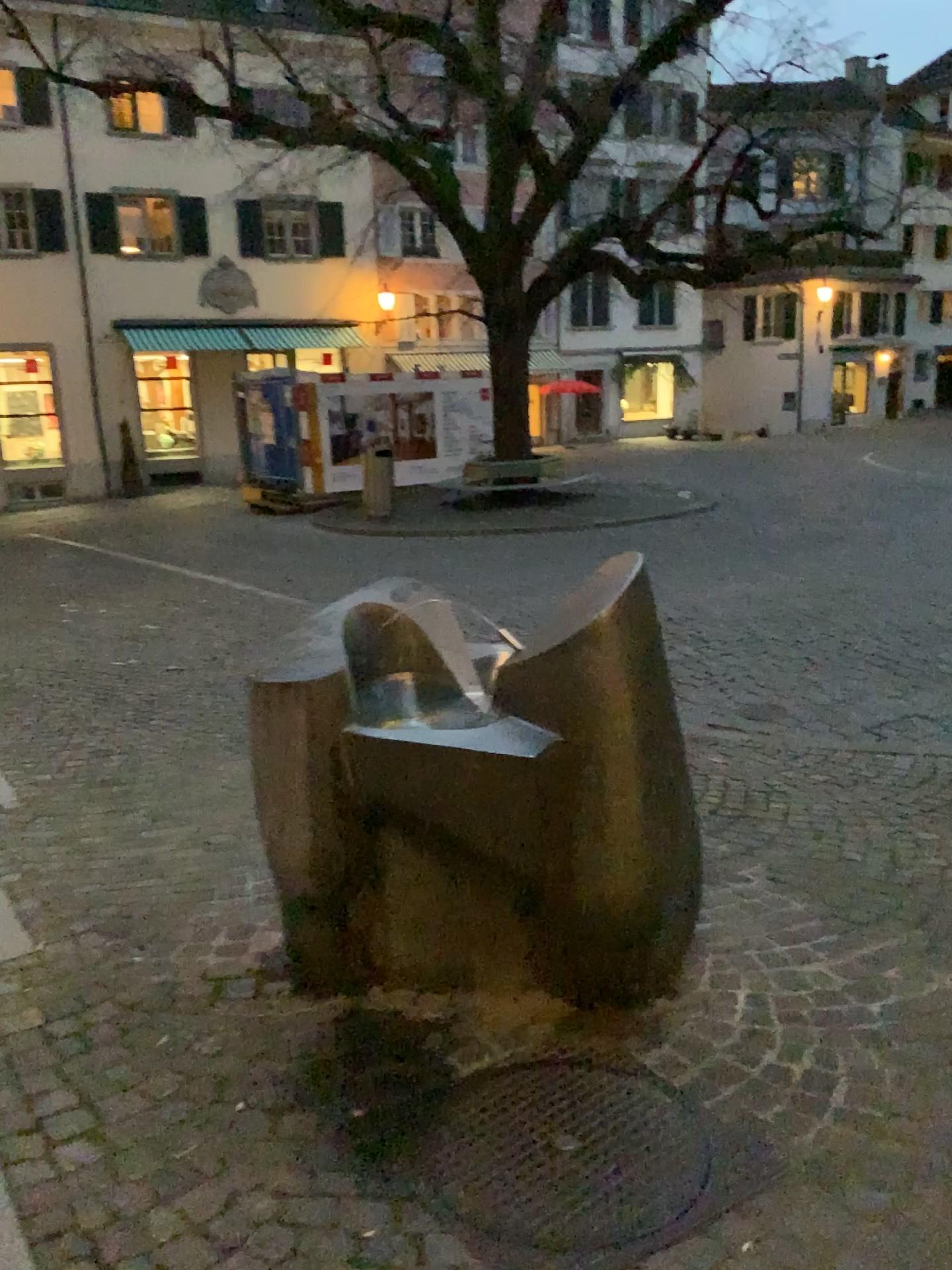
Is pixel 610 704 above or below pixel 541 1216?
above

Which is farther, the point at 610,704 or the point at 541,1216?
the point at 610,704

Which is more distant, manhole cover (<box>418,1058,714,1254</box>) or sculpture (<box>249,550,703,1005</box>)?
sculpture (<box>249,550,703,1005</box>)

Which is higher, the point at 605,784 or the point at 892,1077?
the point at 605,784
